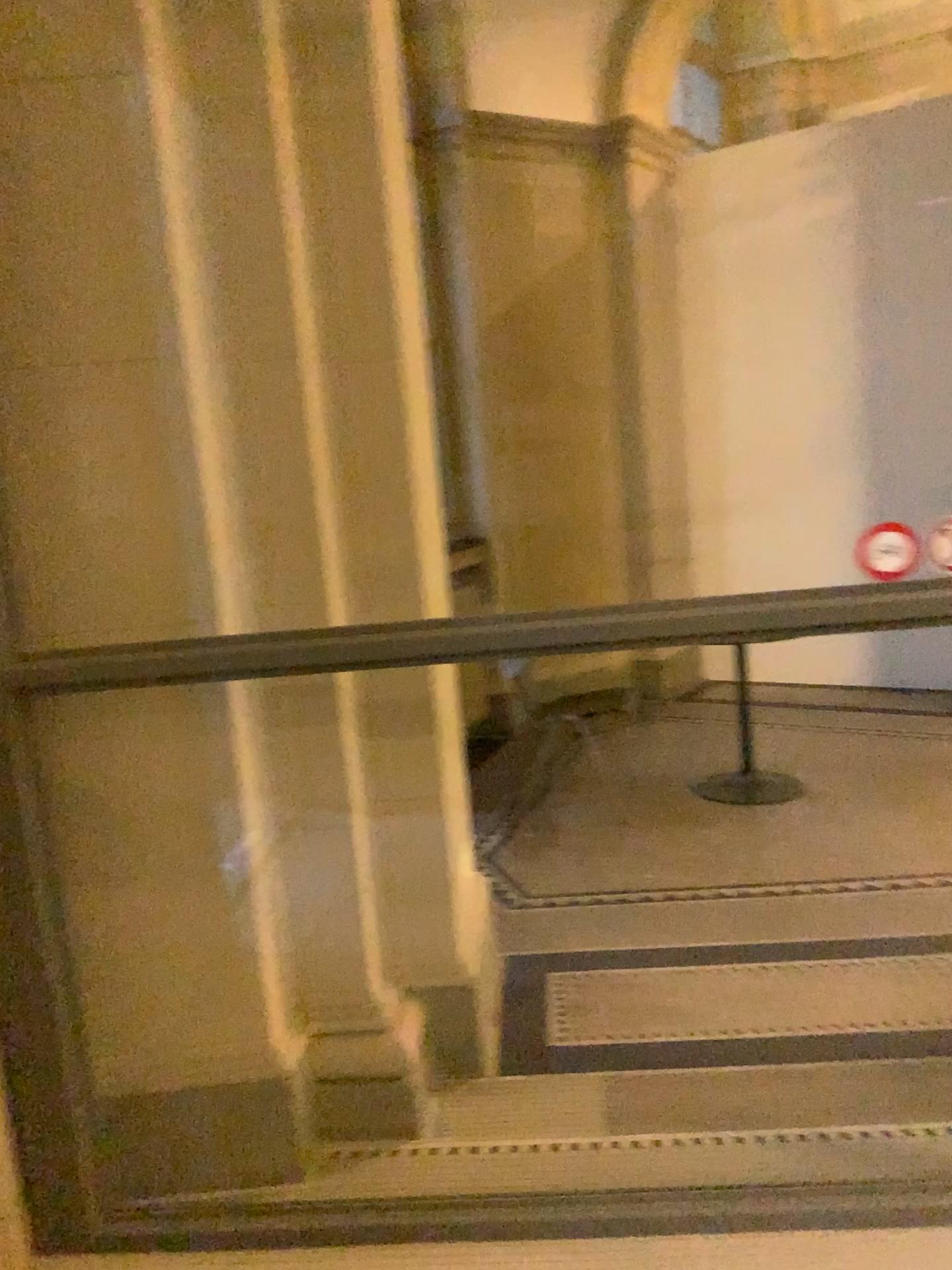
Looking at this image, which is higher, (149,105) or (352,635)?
(149,105)

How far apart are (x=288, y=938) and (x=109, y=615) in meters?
0.8
